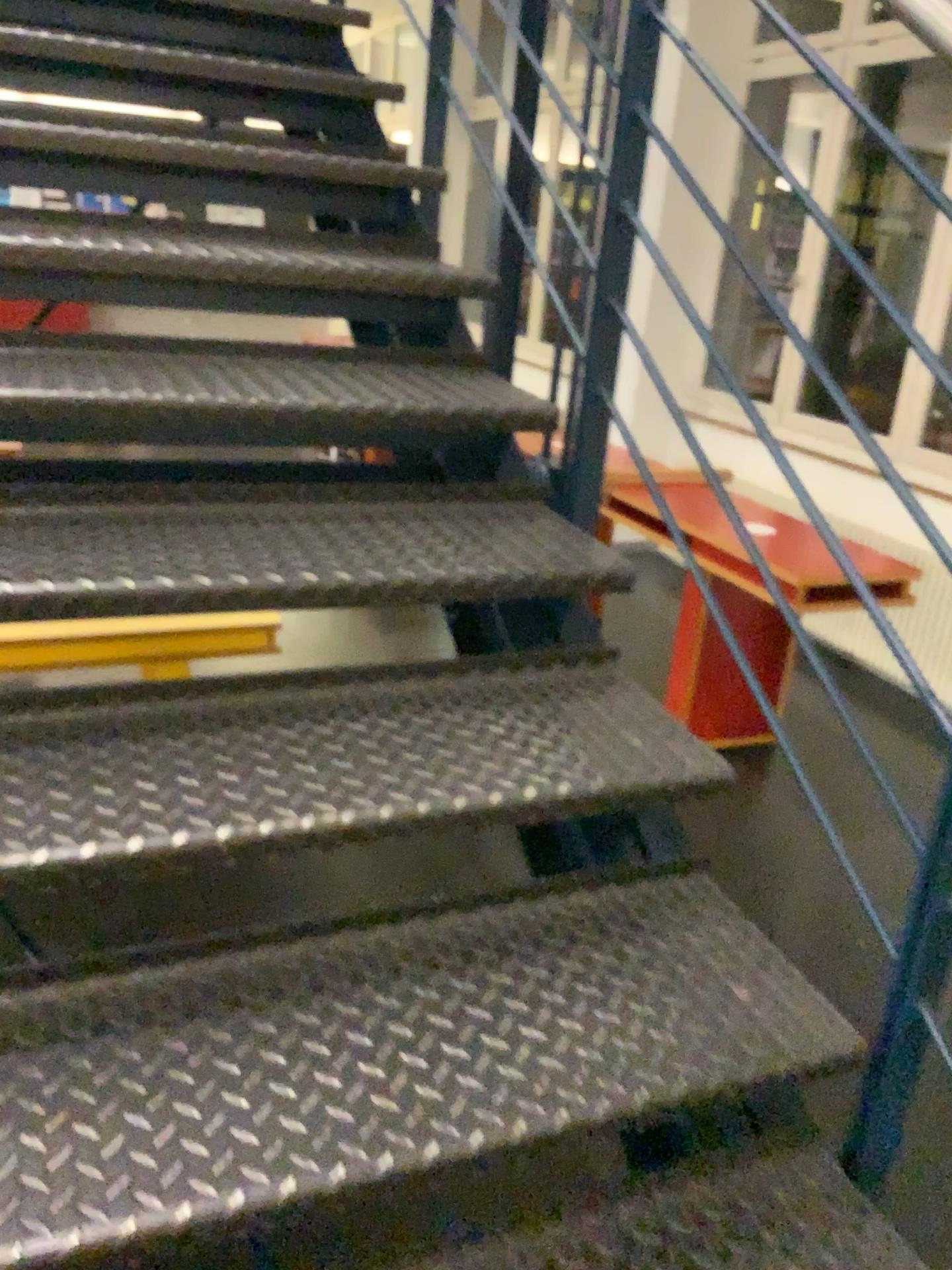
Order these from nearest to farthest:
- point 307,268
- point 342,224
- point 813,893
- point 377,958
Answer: point 377,958
point 307,268
point 342,224
point 813,893

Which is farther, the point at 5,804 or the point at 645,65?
the point at 645,65

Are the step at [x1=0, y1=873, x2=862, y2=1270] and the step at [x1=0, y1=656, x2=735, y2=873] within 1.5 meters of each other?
yes

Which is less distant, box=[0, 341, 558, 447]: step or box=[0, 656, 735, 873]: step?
box=[0, 656, 735, 873]: step

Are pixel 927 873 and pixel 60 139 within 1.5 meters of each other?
no

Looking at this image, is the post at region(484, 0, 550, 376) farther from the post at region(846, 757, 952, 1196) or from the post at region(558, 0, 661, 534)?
the post at region(846, 757, 952, 1196)

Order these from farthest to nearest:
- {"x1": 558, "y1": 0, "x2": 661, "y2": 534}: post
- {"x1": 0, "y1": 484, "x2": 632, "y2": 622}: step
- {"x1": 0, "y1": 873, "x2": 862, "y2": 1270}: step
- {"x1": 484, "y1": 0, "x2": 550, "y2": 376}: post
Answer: {"x1": 484, "y1": 0, "x2": 550, "y2": 376}: post, {"x1": 558, "y1": 0, "x2": 661, "y2": 534}: post, {"x1": 0, "y1": 484, "x2": 632, "y2": 622}: step, {"x1": 0, "y1": 873, "x2": 862, "y2": 1270}: step

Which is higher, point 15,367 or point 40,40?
point 40,40

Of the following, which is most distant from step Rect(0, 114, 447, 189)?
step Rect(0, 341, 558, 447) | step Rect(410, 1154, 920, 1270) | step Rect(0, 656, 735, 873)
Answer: step Rect(410, 1154, 920, 1270)

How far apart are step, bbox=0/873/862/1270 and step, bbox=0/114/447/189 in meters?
1.5
